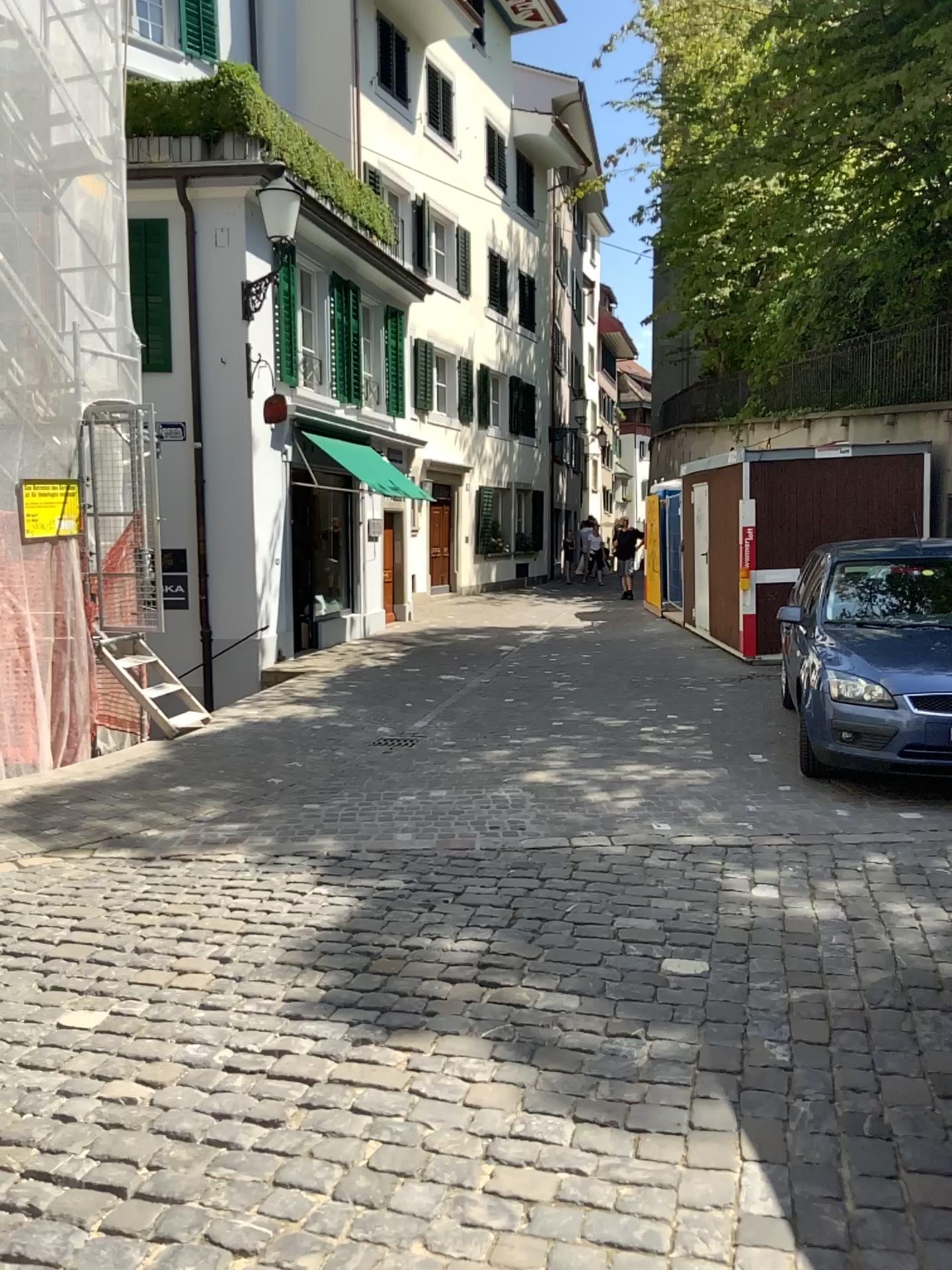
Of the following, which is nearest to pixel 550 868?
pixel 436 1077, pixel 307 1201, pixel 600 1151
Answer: pixel 436 1077
